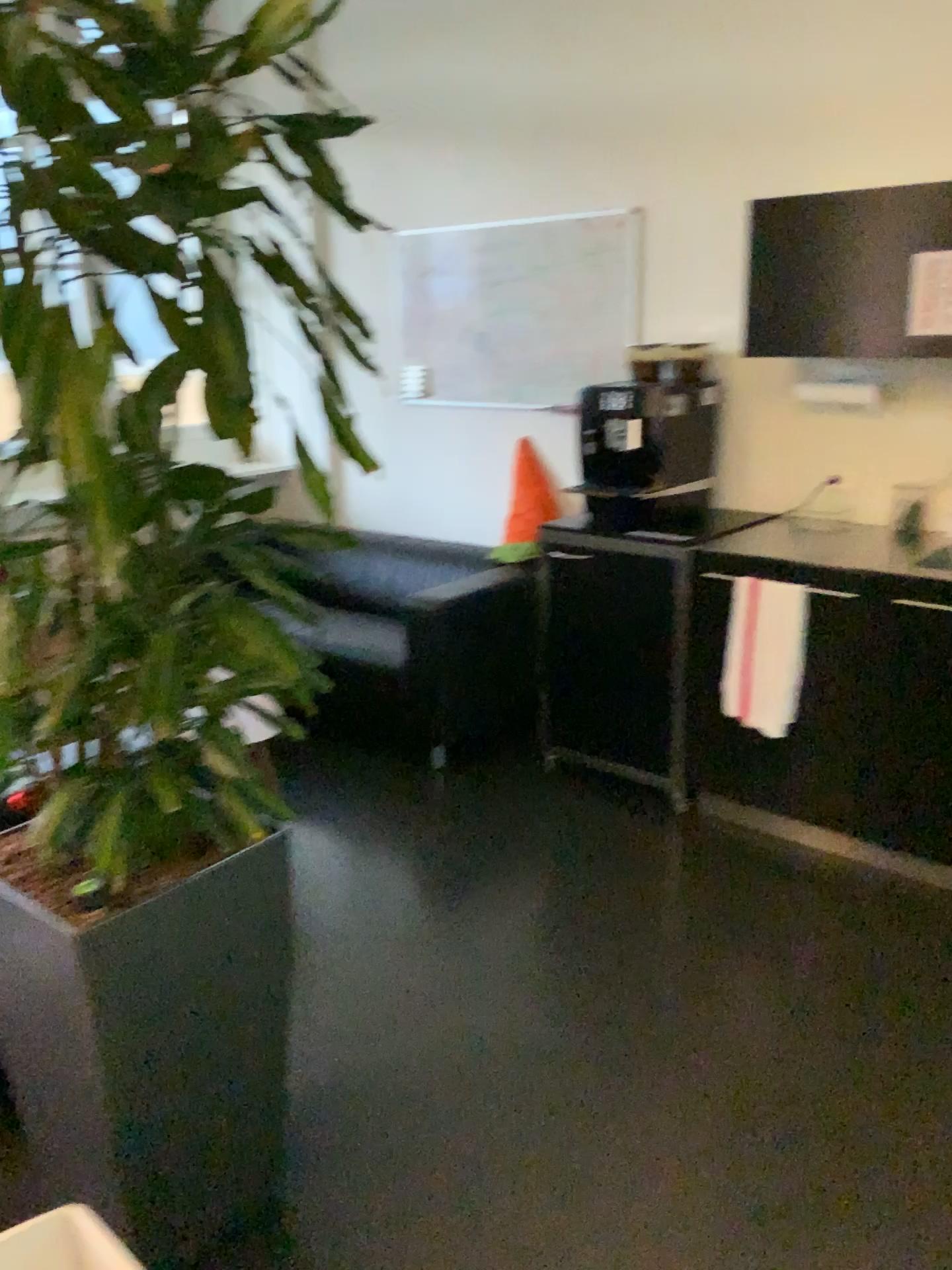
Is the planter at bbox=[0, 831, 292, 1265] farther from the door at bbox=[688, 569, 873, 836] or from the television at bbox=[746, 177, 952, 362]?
the television at bbox=[746, 177, 952, 362]

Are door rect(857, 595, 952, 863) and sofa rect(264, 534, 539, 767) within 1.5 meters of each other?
yes

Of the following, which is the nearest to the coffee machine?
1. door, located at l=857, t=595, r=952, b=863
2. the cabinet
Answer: the cabinet

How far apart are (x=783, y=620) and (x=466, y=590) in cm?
113

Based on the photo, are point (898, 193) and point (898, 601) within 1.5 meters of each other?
yes

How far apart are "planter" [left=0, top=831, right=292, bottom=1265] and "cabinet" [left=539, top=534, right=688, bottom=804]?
1.7 meters

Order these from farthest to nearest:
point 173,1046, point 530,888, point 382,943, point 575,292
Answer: point 575,292 < point 530,888 < point 382,943 < point 173,1046

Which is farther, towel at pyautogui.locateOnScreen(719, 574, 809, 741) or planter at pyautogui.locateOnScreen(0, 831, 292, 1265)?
towel at pyautogui.locateOnScreen(719, 574, 809, 741)

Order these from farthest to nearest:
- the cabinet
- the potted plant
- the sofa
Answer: the sofa < the cabinet < the potted plant

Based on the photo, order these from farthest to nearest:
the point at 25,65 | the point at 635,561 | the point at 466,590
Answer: the point at 466,590 → the point at 635,561 → the point at 25,65
